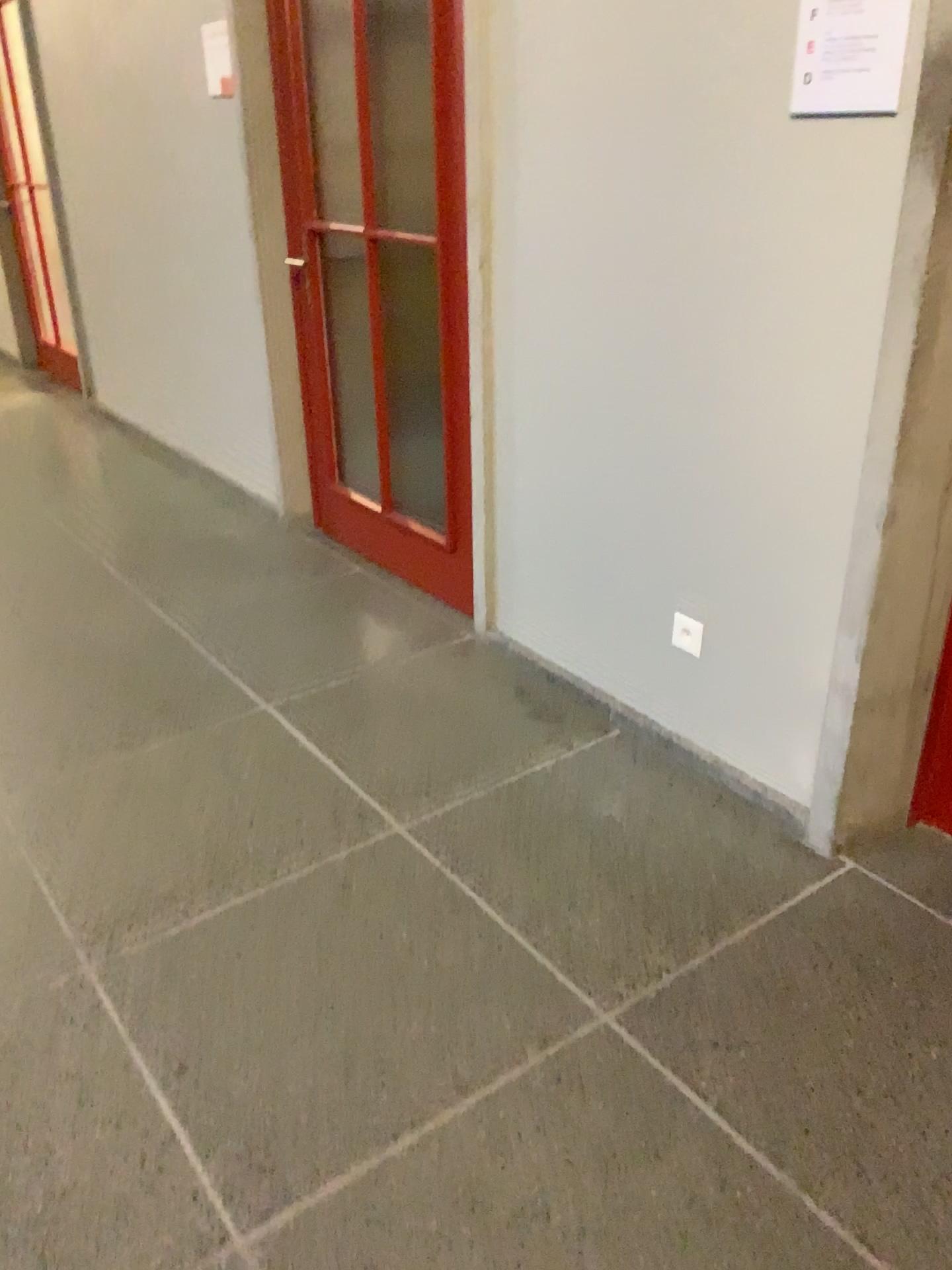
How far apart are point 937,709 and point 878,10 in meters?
1.3

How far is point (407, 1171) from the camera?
1.6 meters

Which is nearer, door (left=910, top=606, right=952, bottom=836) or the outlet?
door (left=910, top=606, right=952, bottom=836)

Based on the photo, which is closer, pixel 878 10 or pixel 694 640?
pixel 878 10

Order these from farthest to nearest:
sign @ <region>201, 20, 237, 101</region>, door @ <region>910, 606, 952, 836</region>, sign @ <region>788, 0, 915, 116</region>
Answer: sign @ <region>201, 20, 237, 101</region>, door @ <region>910, 606, 952, 836</region>, sign @ <region>788, 0, 915, 116</region>

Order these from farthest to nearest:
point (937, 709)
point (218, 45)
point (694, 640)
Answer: point (218, 45) < point (694, 640) < point (937, 709)

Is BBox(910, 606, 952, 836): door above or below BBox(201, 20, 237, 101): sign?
below

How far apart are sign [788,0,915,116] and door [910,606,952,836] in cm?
104

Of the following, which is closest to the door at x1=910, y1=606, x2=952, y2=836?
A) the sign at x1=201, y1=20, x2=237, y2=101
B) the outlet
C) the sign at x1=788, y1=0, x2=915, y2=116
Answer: the outlet

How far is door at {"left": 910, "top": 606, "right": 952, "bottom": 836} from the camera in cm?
210
